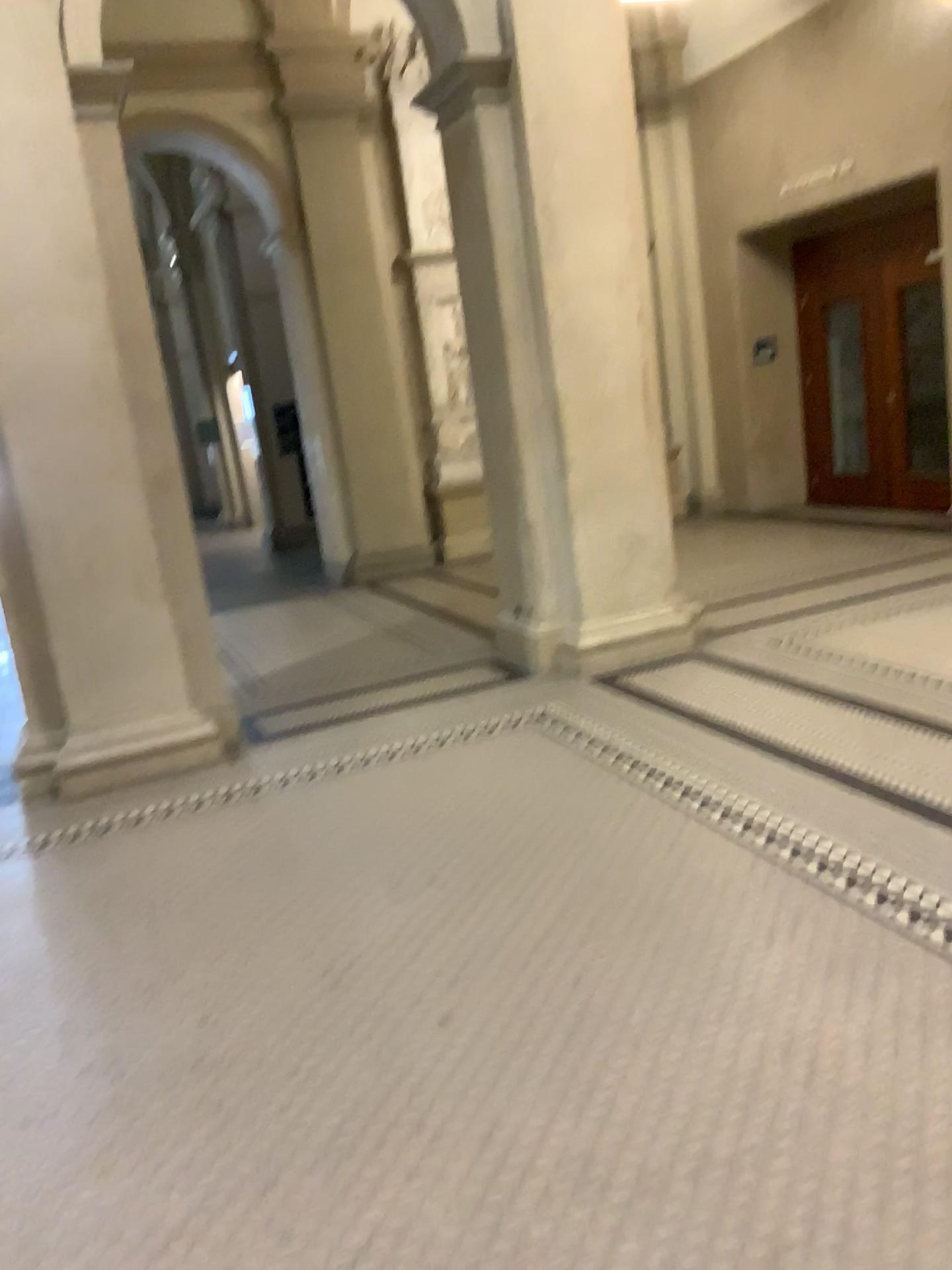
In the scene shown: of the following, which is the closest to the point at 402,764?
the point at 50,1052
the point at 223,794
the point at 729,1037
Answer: the point at 223,794
